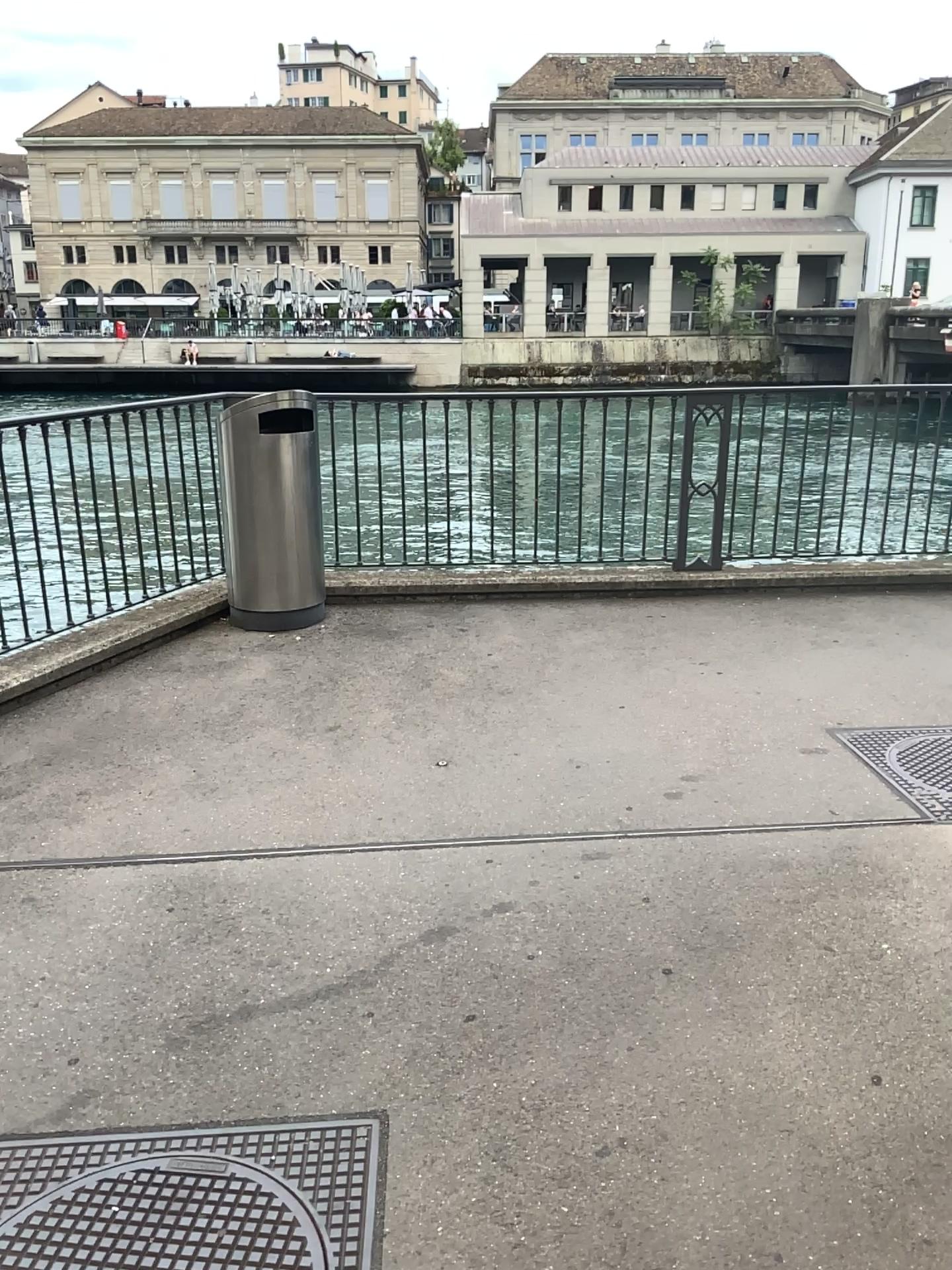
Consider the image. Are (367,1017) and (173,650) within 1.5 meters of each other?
no

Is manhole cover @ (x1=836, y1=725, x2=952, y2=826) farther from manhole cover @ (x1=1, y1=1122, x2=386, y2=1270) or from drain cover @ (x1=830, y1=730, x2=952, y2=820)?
manhole cover @ (x1=1, y1=1122, x2=386, y2=1270)

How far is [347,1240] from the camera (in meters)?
1.83

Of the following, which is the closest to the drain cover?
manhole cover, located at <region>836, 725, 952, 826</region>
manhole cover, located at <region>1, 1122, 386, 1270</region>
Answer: manhole cover, located at <region>836, 725, 952, 826</region>

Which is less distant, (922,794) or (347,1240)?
(347,1240)

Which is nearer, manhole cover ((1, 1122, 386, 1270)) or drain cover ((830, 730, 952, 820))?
manhole cover ((1, 1122, 386, 1270))

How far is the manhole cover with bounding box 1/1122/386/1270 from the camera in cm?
183

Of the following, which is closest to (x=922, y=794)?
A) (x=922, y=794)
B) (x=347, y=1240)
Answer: (x=922, y=794)
